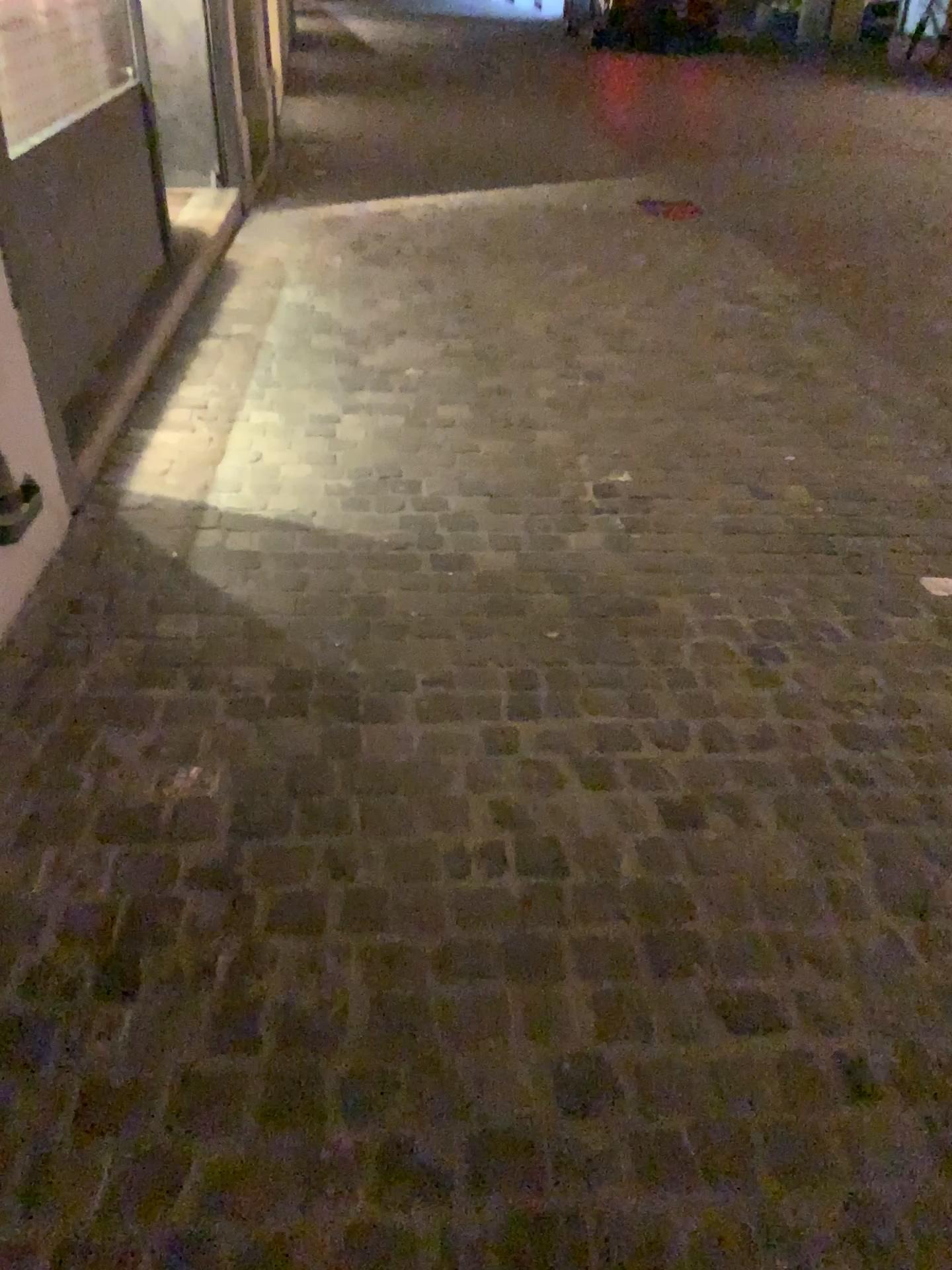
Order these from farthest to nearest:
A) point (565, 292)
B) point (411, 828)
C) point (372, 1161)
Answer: point (565, 292) < point (411, 828) < point (372, 1161)
